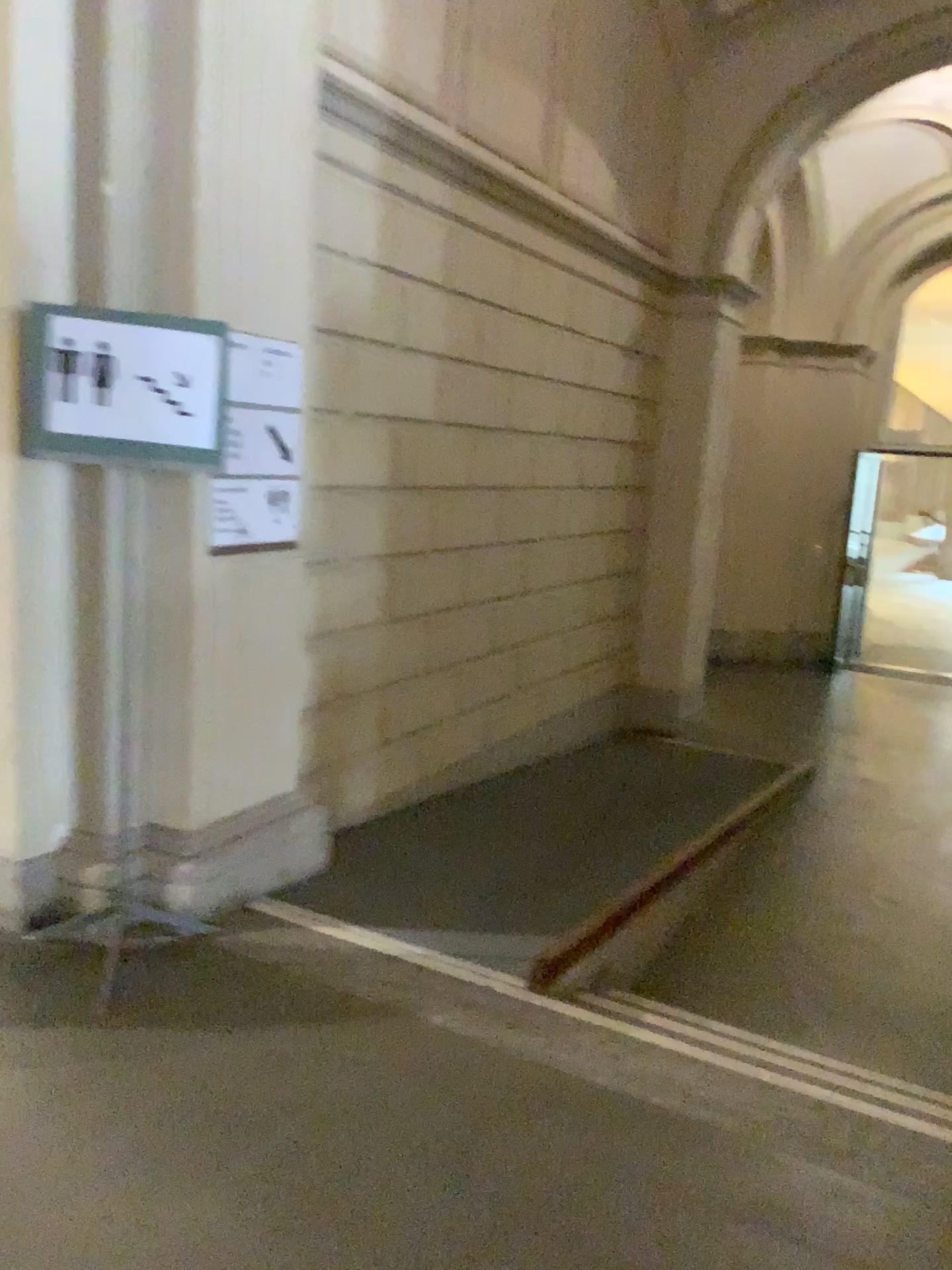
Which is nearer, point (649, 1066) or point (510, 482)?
point (649, 1066)

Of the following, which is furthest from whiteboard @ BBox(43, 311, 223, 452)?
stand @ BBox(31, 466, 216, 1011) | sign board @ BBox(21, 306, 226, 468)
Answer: stand @ BBox(31, 466, 216, 1011)

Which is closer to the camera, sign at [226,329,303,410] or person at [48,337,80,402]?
person at [48,337,80,402]

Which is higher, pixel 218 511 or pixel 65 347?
pixel 65 347

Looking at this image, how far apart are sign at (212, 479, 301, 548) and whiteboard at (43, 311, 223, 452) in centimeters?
36cm

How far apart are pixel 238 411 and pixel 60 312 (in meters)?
0.61

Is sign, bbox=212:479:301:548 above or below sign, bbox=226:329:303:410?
below

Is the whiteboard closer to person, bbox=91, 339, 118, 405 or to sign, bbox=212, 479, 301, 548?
person, bbox=91, 339, 118, 405

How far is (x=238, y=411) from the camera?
3.22m

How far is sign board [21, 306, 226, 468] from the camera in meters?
2.8
